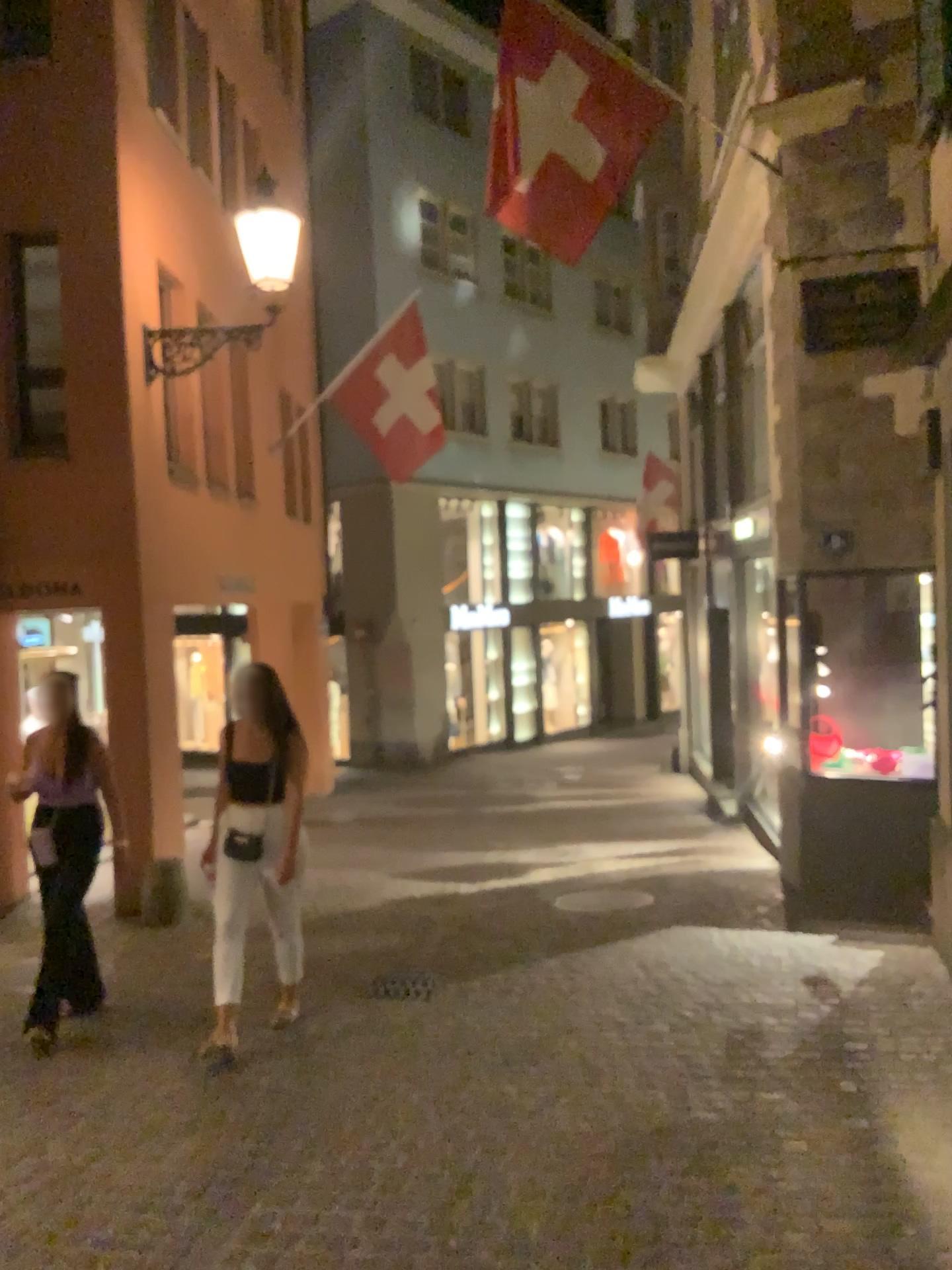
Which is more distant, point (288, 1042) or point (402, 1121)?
point (288, 1042)
